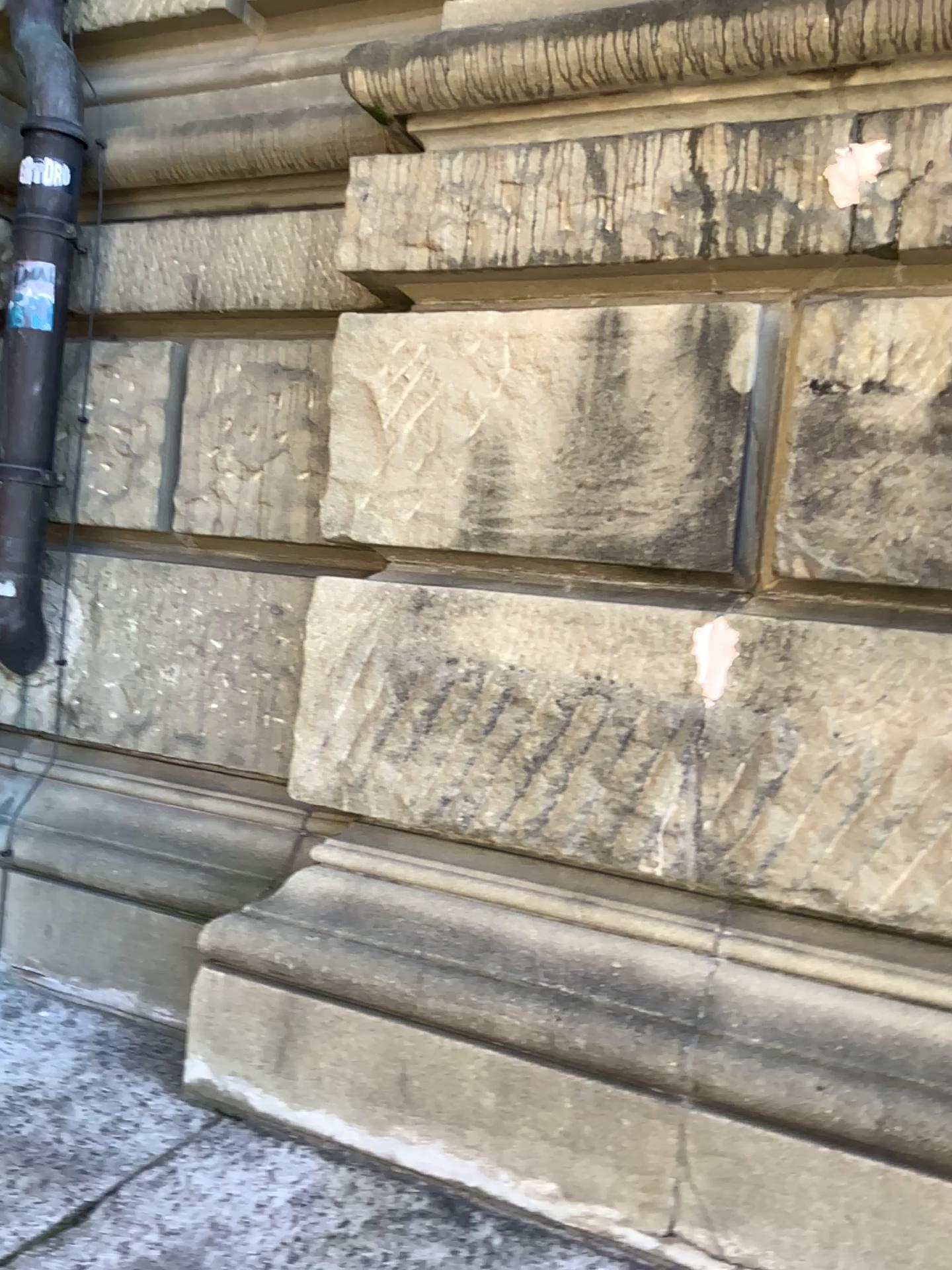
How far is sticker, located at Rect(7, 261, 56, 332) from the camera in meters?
2.4

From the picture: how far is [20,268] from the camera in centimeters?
246cm

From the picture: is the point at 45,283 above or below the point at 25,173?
below

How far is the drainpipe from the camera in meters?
2.5

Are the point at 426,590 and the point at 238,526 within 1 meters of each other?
yes

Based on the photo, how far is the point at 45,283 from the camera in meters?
2.4
